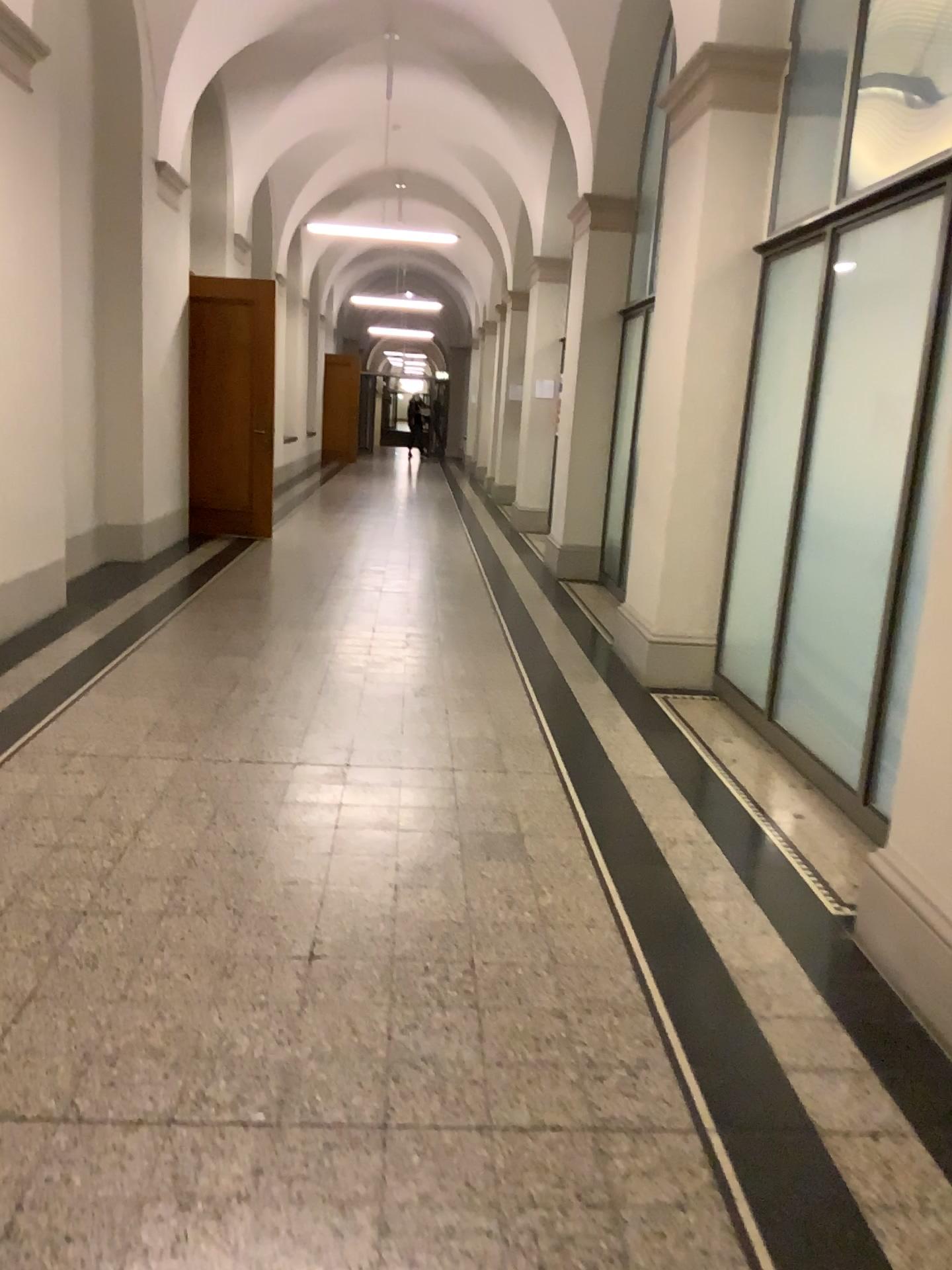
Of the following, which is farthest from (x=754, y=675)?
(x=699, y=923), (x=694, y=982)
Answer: (x=694, y=982)

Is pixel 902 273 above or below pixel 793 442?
above

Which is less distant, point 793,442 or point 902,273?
point 902,273

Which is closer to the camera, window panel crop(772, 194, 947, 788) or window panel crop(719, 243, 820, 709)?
window panel crop(772, 194, 947, 788)
